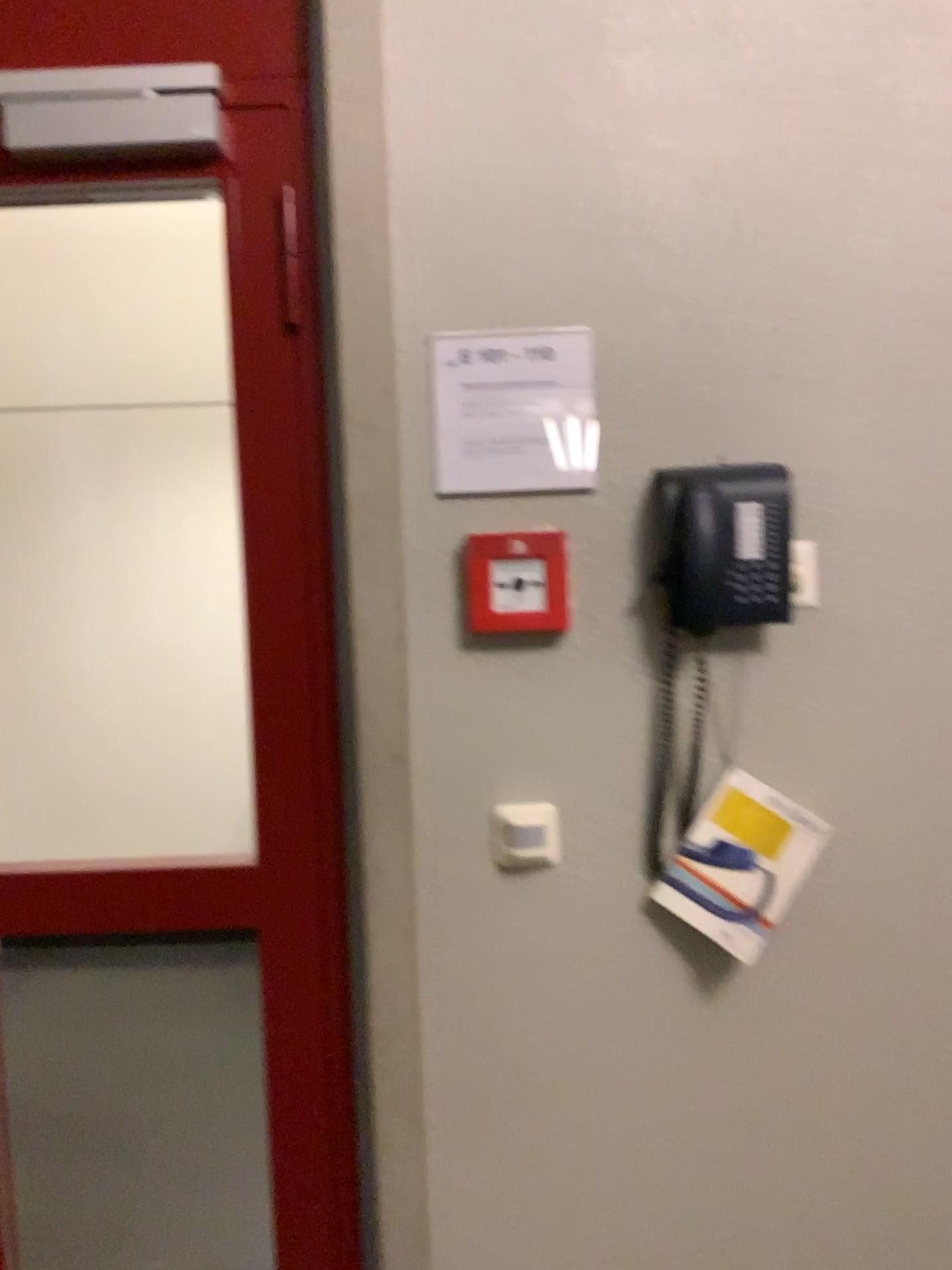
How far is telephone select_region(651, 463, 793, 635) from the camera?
1.3m

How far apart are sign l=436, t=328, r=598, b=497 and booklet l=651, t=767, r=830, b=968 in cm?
45

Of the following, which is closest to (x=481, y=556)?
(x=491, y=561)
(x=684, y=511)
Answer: (x=491, y=561)

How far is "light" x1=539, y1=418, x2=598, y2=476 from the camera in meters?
1.4 m

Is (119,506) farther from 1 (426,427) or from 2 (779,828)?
2 (779,828)

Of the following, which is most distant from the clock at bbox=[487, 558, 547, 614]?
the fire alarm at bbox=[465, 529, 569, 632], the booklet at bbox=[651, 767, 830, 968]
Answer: the booklet at bbox=[651, 767, 830, 968]

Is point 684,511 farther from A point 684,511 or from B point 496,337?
B point 496,337

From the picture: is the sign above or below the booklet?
above

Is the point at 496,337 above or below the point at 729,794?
above

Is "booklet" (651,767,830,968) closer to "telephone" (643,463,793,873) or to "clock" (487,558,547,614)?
"telephone" (643,463,793,873)
